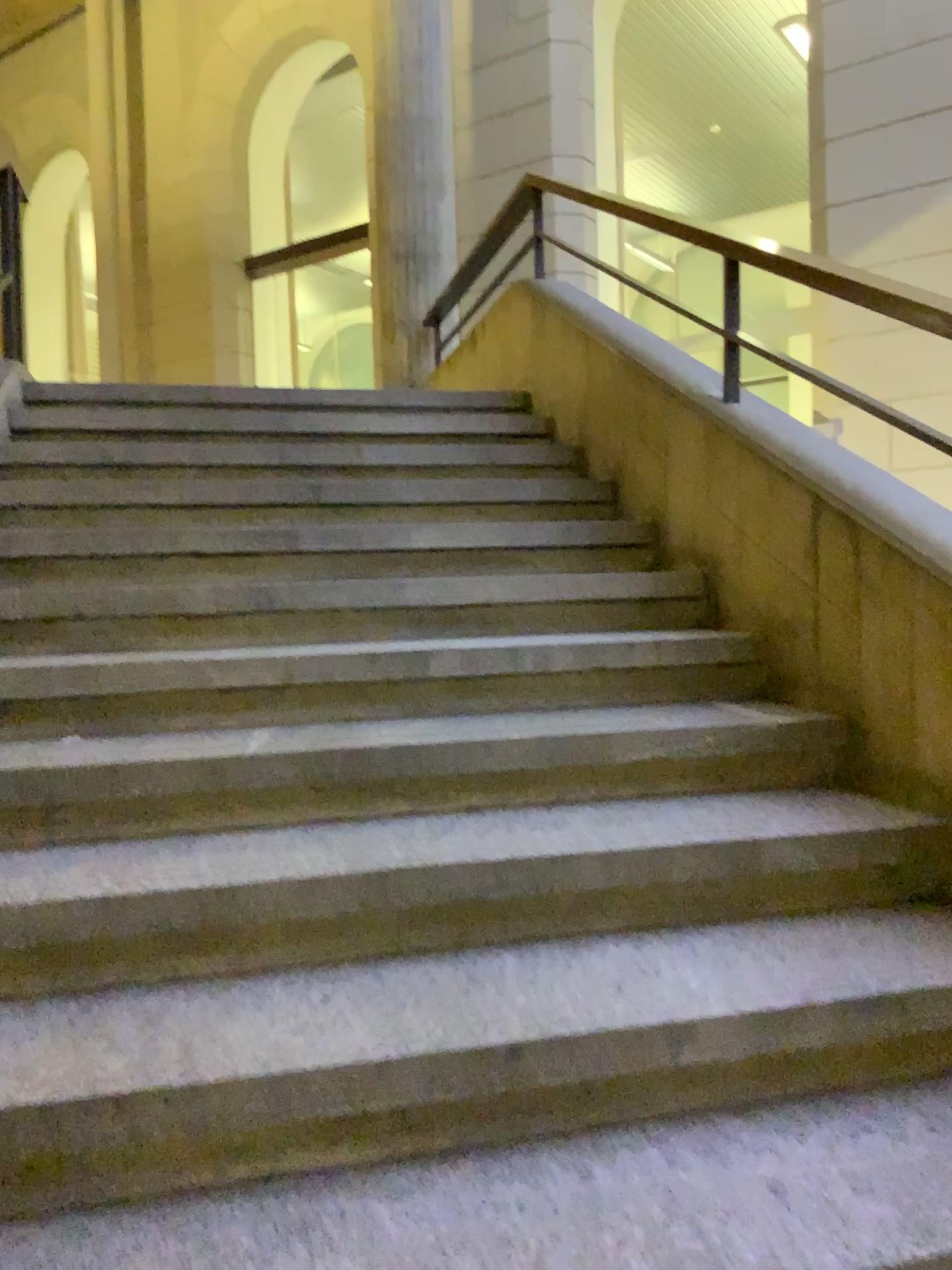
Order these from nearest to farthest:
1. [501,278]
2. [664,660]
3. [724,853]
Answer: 1. [724,853]
2. [664,660]
3. [501,278]
